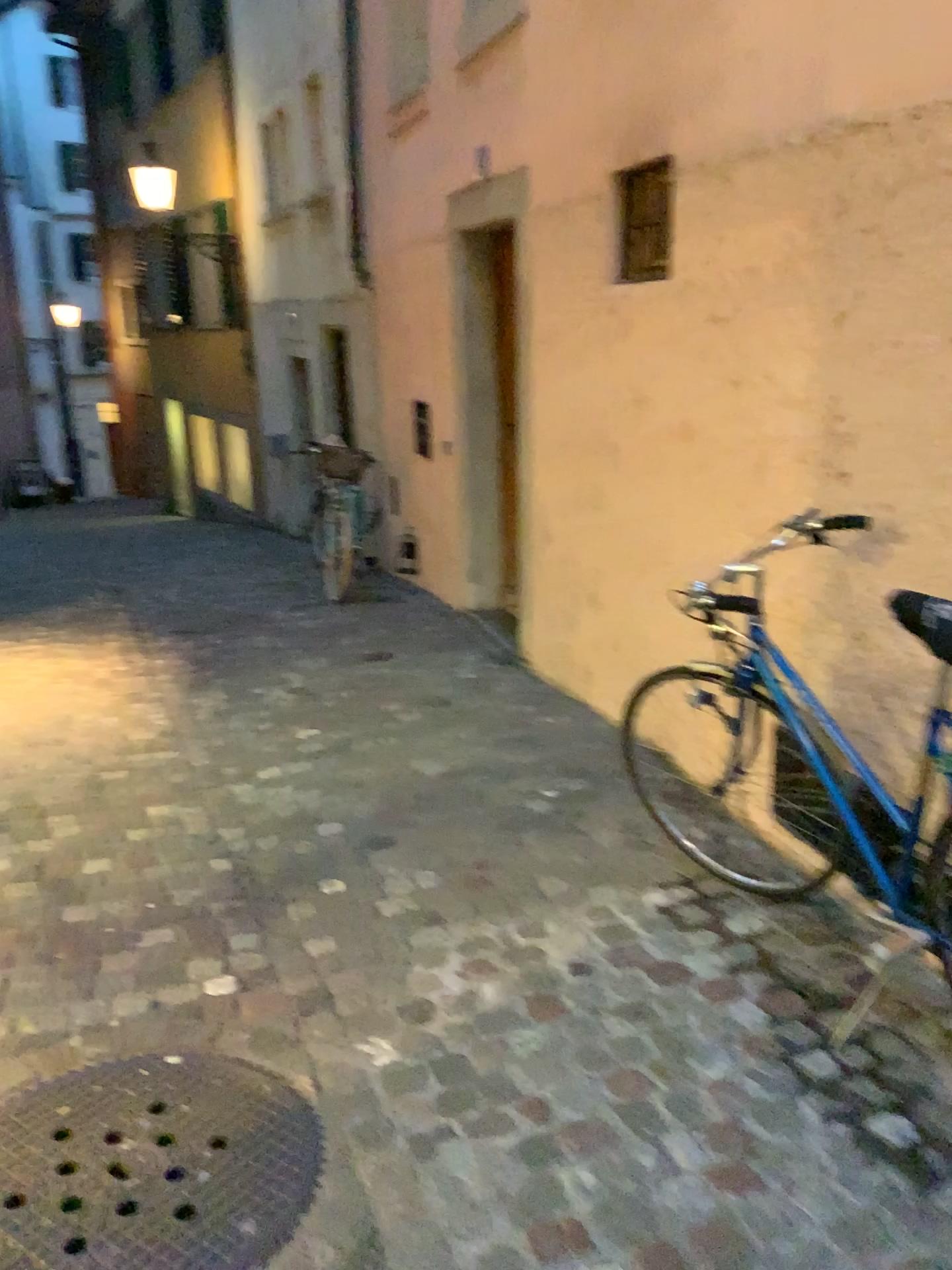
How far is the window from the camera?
3.5m

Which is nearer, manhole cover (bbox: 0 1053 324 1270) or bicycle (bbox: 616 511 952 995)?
manhole cover (bbox: 0 1053 324 1270)

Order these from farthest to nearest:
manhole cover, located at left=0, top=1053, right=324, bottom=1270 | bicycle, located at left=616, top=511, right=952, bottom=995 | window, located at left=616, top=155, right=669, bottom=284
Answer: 1. window, located at left=616, top=155, right=669, bottom=284
2. bicycle, located at left=616, top=511, right=952, bottom=995
3. manhole cover, located at left=0, top=1053, right=324, bottom=1270

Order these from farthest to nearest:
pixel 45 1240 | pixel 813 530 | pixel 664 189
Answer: pixel 664 189 < pixel 813 530 < pixel 45 1240

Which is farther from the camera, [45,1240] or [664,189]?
[664,189]

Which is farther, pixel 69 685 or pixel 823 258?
pixel 69 685

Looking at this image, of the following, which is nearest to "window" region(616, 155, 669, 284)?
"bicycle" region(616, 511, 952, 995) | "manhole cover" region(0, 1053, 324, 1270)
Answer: "bicycle" region(616, 511, 952, 995)

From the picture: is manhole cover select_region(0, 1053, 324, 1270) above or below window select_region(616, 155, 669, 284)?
below

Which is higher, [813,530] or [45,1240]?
[813,530]

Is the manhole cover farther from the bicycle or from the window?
the window
